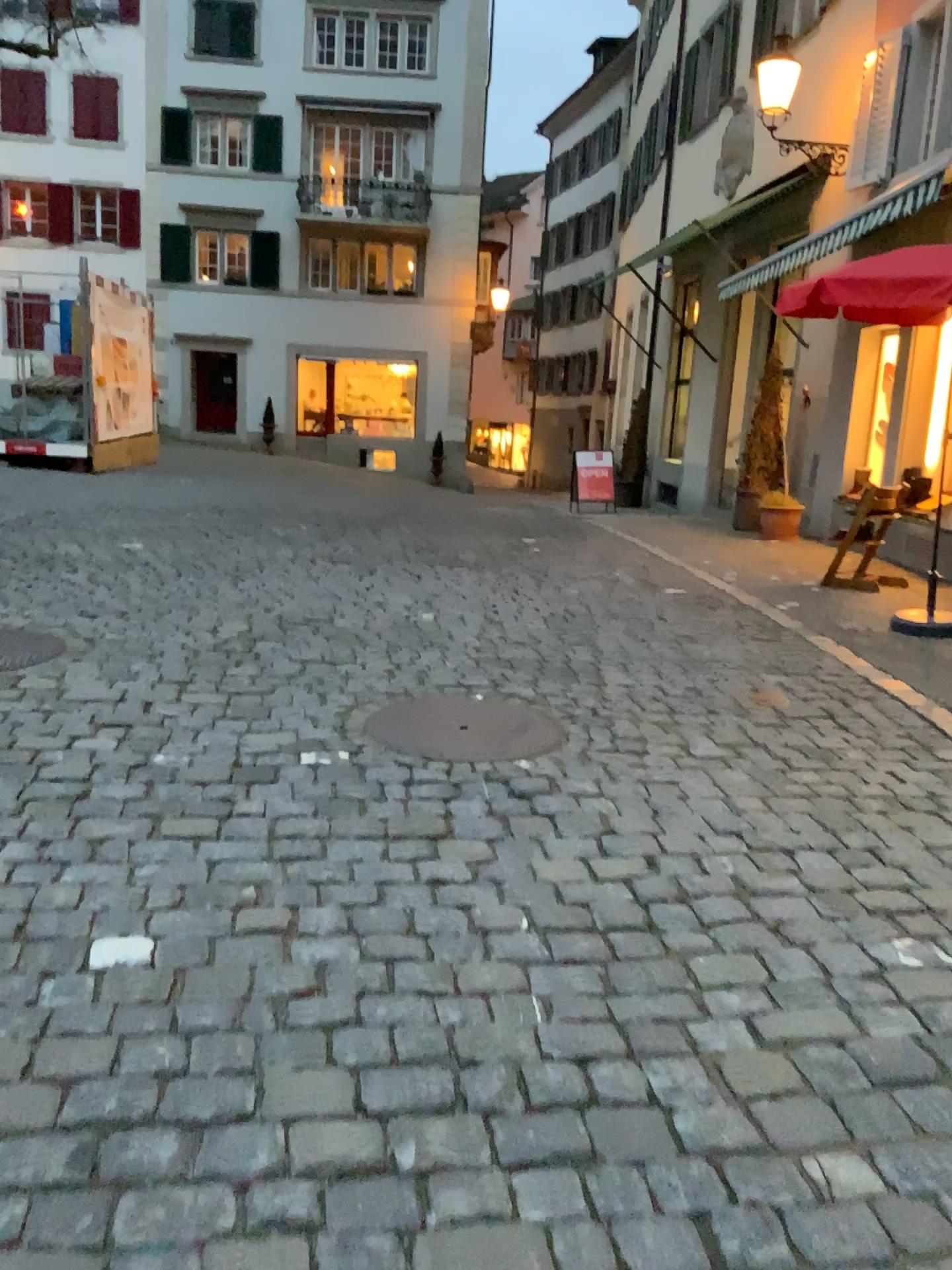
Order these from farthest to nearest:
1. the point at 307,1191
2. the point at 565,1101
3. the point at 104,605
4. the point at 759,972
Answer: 1. the point at 104,605
2. the point at 759,972
3. the point at 565,1101
4. the point at 307,1191

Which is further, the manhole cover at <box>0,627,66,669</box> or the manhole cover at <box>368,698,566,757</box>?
the manhole cover at <box>0,627,66,669</box>

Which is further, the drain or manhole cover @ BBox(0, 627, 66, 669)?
manhole cover @ BBox(0, 627, 66, 669)

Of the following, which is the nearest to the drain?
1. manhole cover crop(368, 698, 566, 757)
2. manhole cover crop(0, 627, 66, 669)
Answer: manhole cover crop(368, 698, 566, 757)

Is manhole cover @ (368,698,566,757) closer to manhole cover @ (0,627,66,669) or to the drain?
the drain

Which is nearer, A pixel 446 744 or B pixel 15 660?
A pixel 446 744

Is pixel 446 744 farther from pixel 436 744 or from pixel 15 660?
pixel 15 660

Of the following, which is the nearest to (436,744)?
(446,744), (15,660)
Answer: (446,744)
